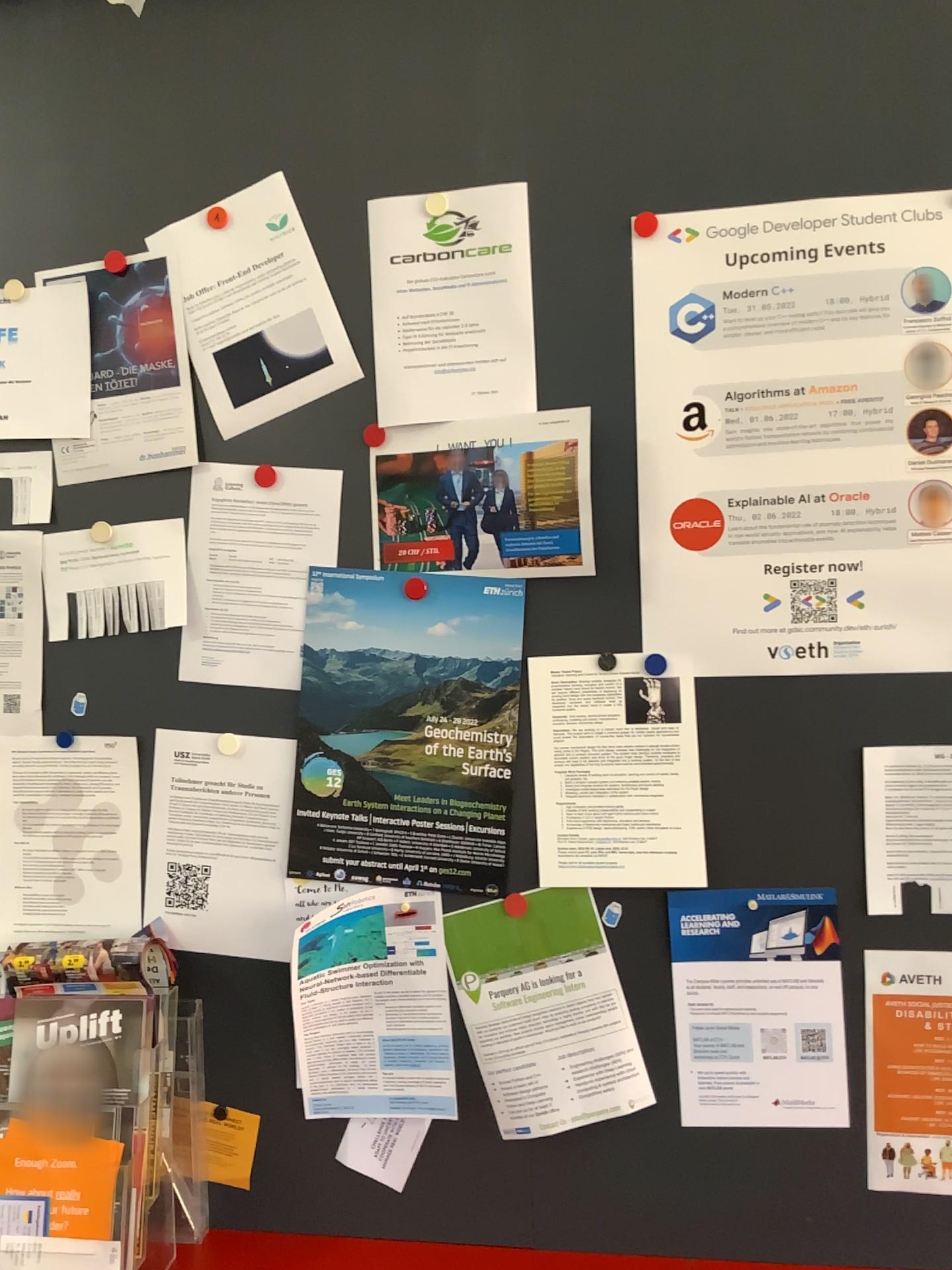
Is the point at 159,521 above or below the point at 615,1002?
above

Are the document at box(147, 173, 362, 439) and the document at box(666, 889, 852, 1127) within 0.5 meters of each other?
no

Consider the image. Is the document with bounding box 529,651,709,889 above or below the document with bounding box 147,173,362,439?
below

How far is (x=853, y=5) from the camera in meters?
1.3 m

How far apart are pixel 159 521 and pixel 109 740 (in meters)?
0.31

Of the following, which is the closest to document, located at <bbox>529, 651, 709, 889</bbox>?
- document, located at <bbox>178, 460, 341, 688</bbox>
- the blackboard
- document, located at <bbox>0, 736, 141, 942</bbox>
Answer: the blackboard

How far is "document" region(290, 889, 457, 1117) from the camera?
1.4m

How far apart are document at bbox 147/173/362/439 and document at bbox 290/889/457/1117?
0.6m

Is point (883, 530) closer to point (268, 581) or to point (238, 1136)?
point (268, 581)

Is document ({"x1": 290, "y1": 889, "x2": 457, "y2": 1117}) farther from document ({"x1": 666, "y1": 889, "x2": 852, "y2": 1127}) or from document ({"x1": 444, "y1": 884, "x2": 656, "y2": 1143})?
document ({"x1": 666, "y1": 889, "x2": 852, "y2": 1127})
